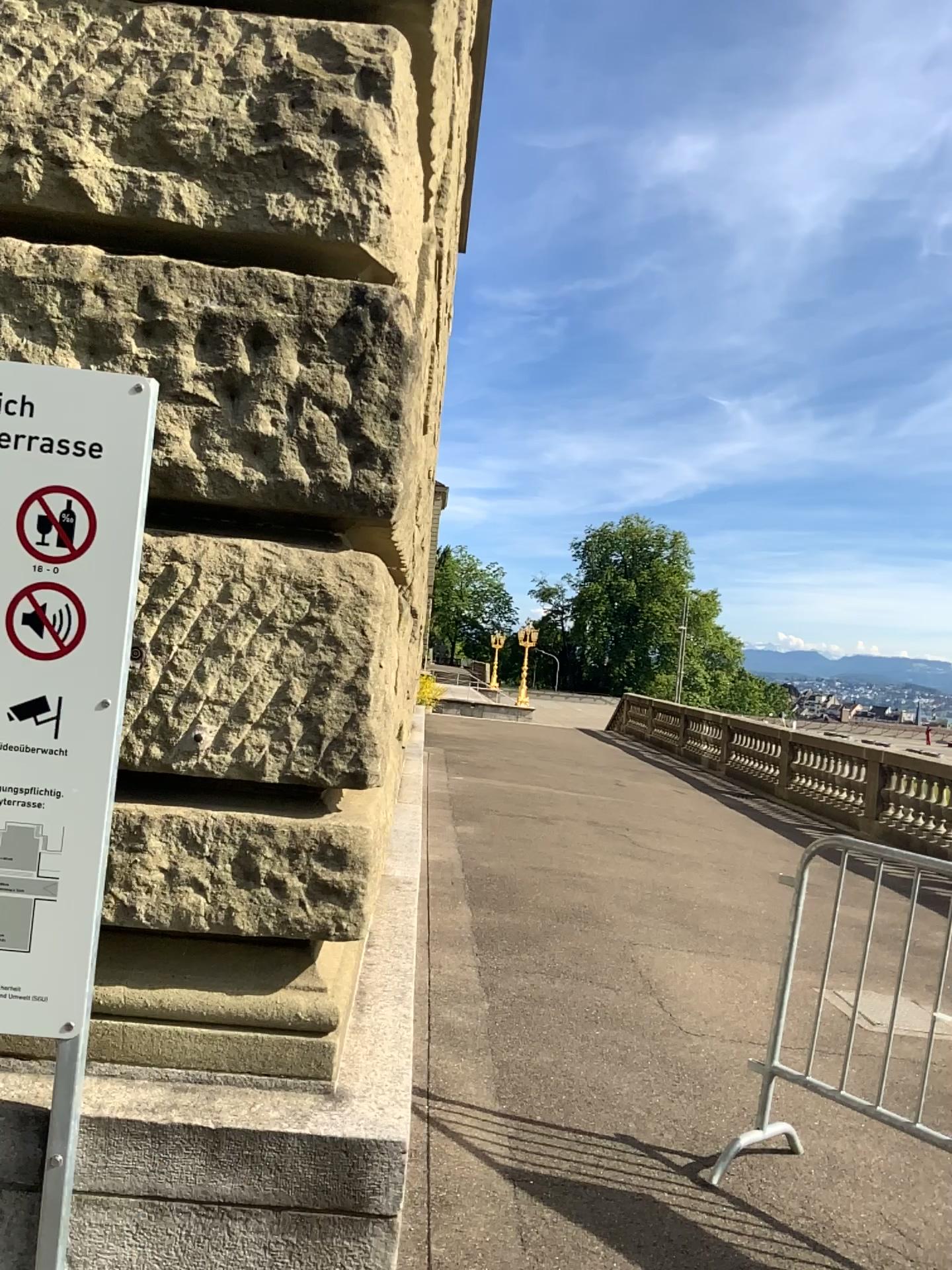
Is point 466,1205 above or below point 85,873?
below
